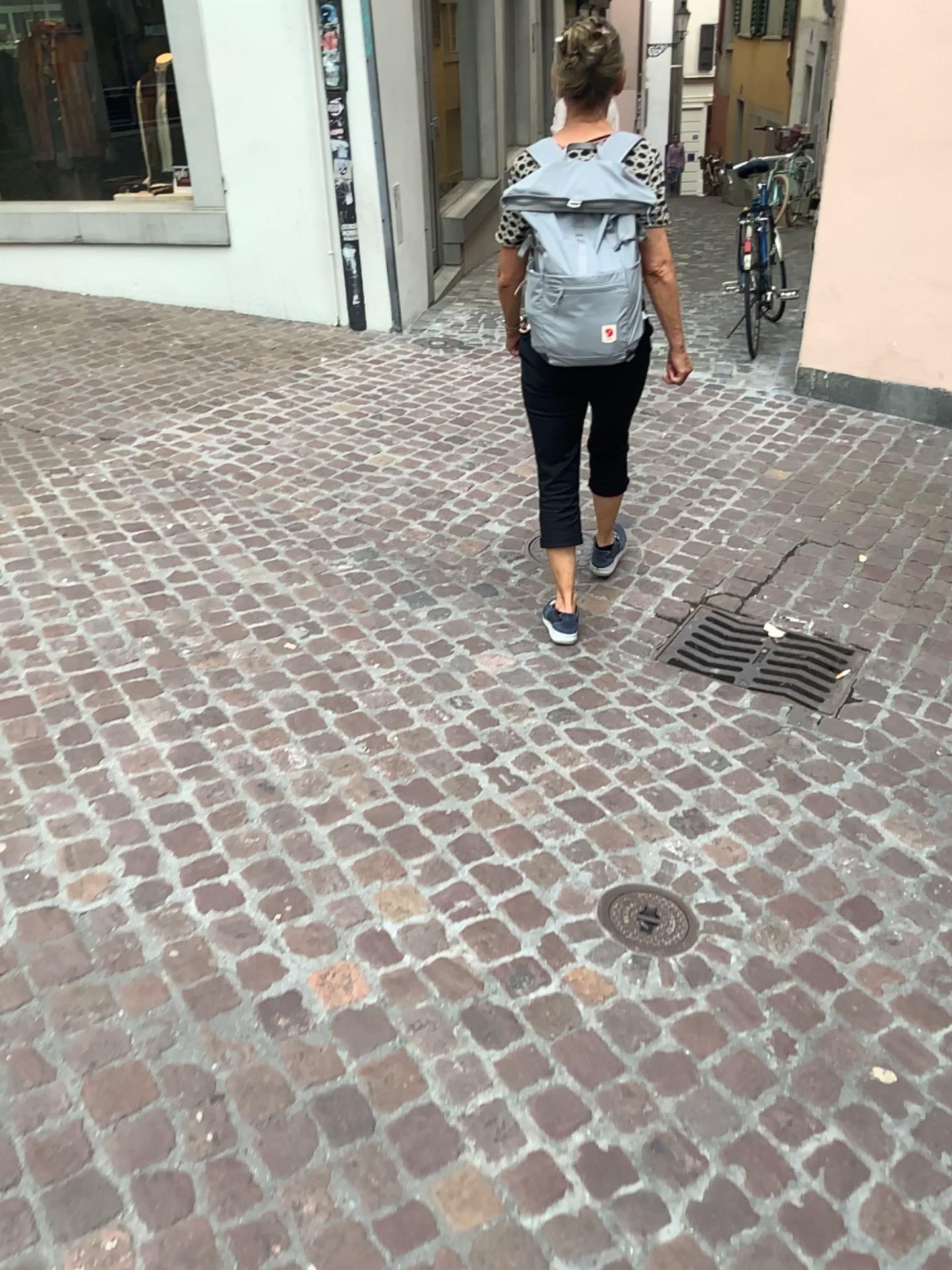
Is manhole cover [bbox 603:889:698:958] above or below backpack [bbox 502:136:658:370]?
below

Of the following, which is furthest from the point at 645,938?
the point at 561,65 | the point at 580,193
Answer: the point at 561,65

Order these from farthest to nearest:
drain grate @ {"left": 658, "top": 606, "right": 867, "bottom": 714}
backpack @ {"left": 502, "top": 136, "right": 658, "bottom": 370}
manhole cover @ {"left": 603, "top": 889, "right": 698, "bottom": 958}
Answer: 1. drain grate @ {"left": 658, "top": 606, "right": 867, "bottom": 714}
2. backpack @ {"left": 502, "top": 136, "right": 658, "bottom": 370}
3. manhole cover @ {"left": 603, "top": 889, "right": 698, "bottom": 958}

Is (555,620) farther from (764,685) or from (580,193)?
(580,193)

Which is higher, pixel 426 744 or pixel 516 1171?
pixel 426 744

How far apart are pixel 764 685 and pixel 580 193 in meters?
1.4

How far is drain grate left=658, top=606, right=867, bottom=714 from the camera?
2.9m

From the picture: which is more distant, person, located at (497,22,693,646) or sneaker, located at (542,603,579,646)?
sneaker, located at (542,603,579,646)

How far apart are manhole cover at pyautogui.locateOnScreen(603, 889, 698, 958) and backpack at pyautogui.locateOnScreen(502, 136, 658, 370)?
1.3 meters

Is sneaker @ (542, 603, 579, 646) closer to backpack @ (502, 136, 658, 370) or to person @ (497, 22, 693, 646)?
person @ (497, 22, 693, 646)
